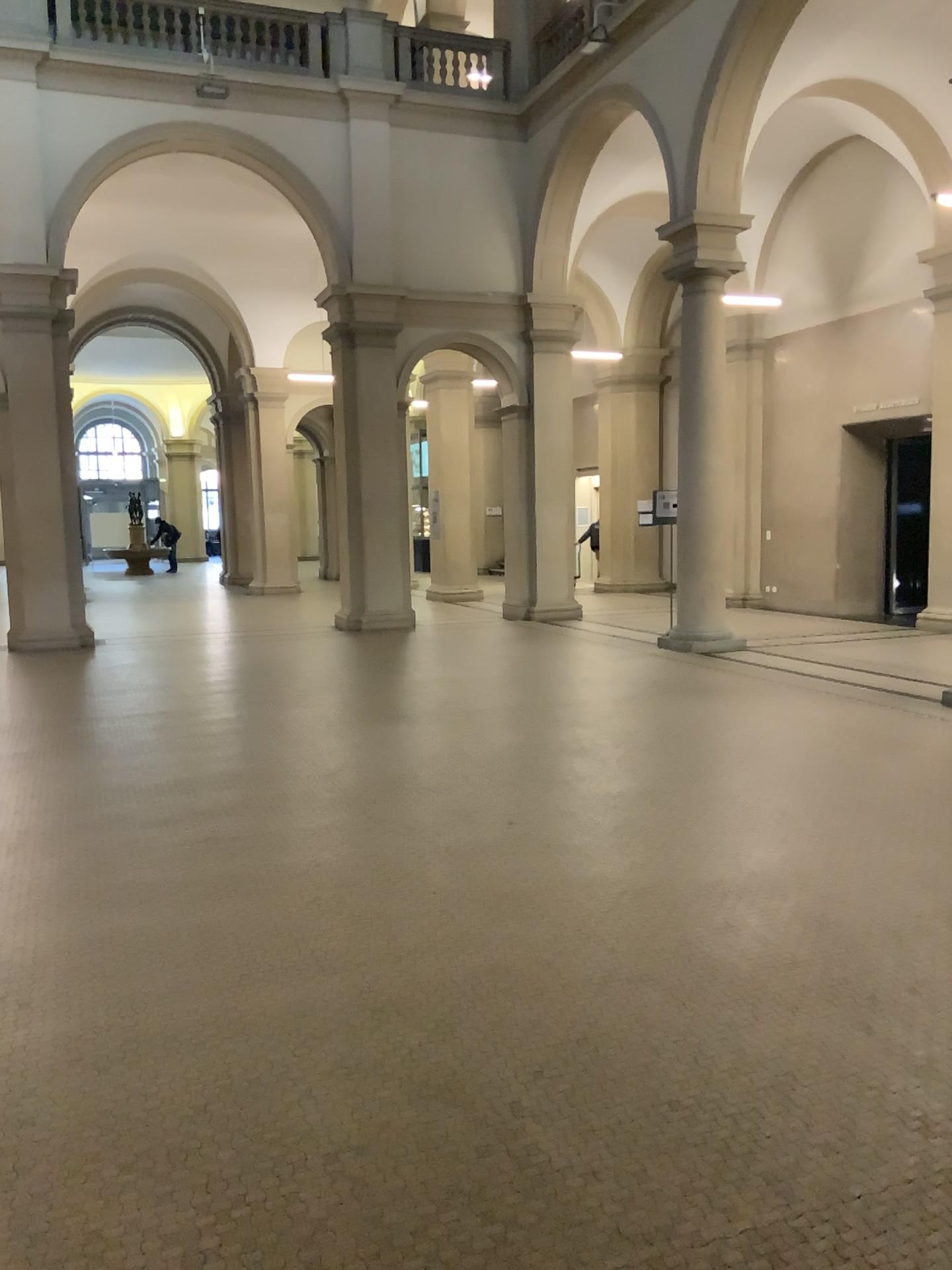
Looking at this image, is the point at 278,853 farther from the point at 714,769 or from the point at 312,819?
the point at 714,769
